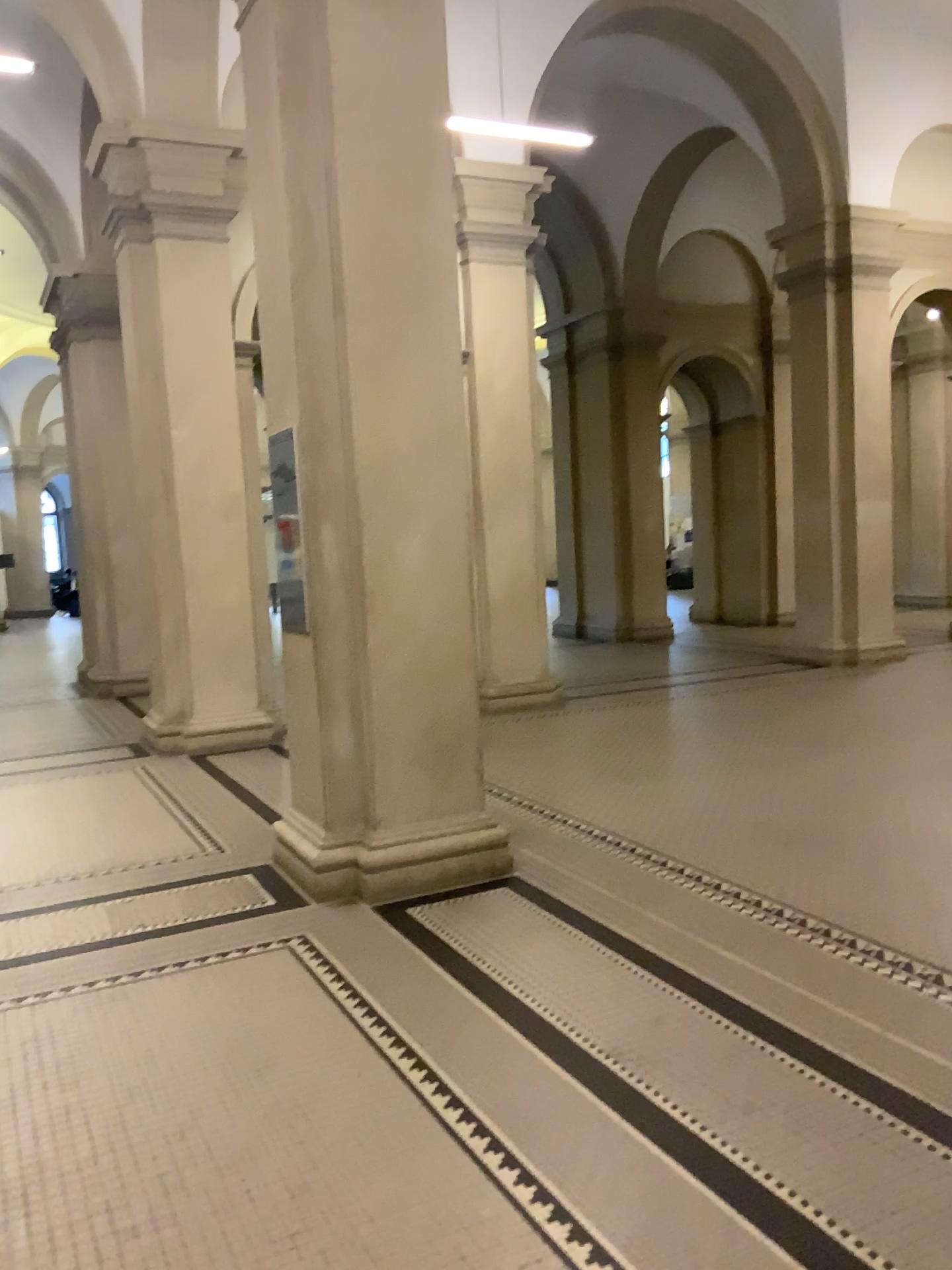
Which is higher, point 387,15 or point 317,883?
point 387,15

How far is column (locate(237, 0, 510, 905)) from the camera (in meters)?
4.45

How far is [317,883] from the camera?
4.6m

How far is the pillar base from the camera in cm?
456

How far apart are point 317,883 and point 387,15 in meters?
3.7 m

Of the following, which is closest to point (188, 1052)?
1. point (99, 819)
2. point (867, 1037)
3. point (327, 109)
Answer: point (867, 1037)
